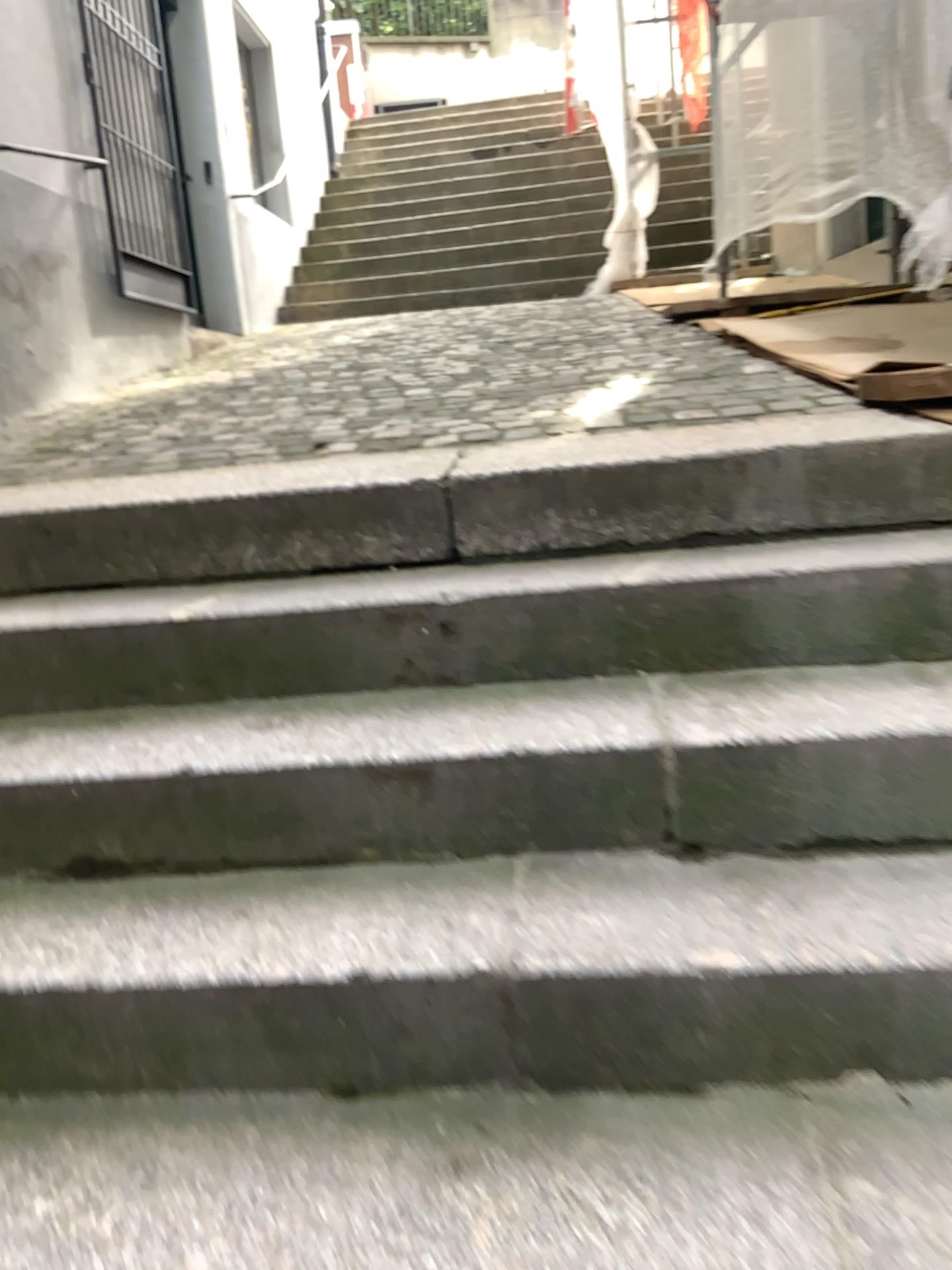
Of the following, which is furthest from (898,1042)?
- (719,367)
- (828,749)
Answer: (719,367)
